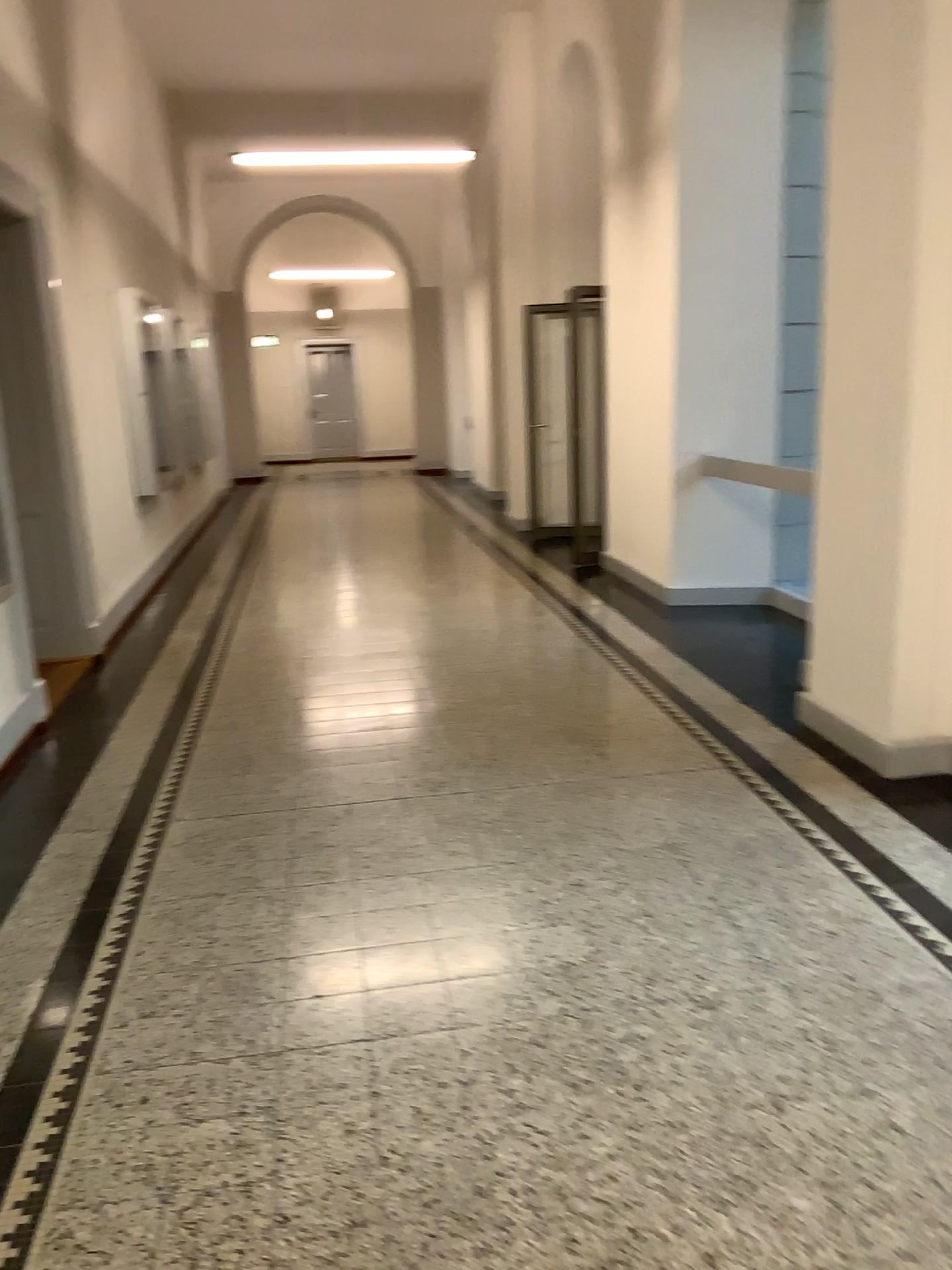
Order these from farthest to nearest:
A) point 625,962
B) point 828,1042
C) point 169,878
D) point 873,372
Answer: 1. point 873,372
2. point 169,878
3. point 625,962
4. point 828,1042
